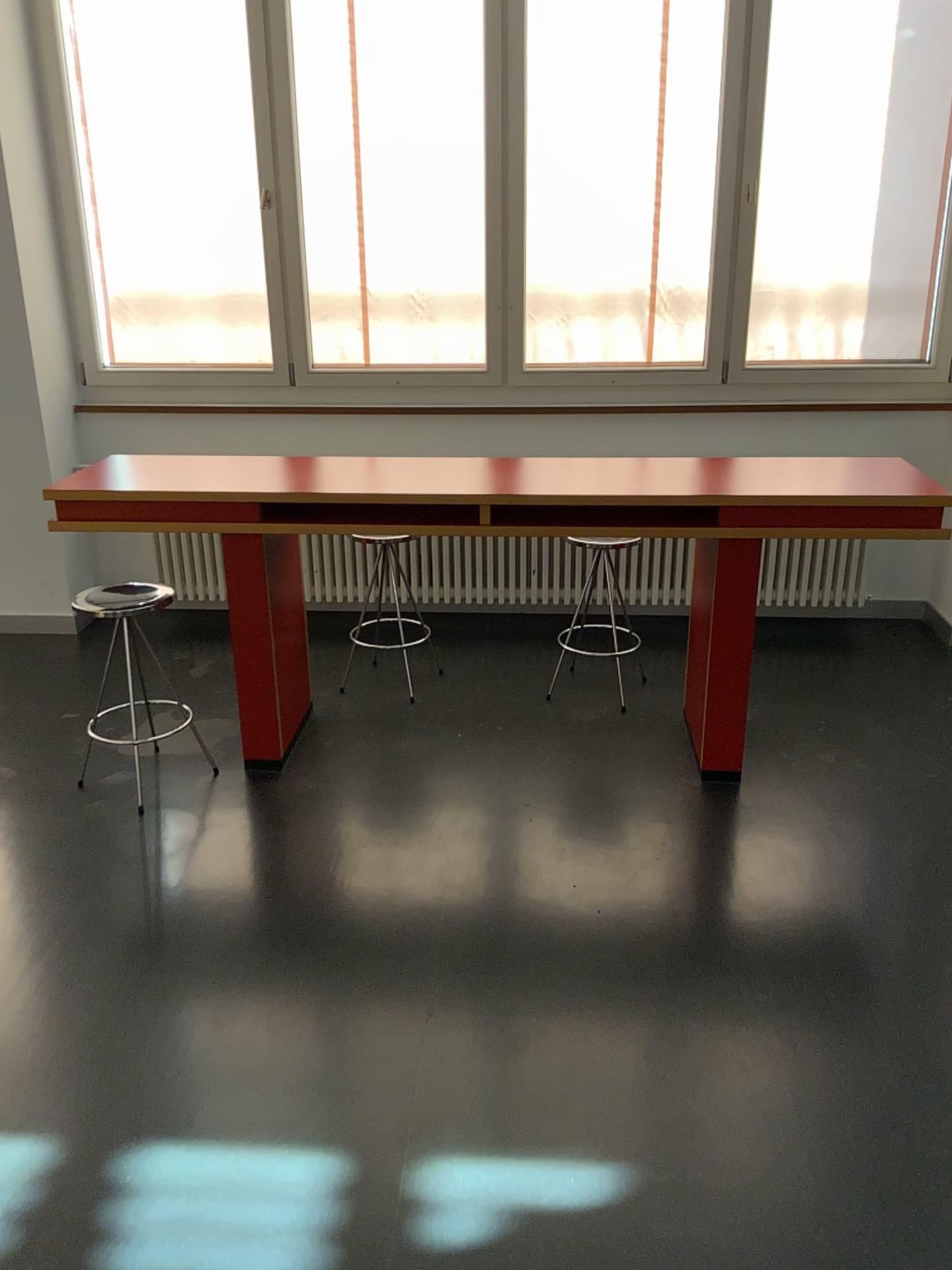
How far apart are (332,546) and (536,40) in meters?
2.1

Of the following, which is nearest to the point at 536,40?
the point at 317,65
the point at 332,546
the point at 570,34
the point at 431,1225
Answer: the point at 570,34

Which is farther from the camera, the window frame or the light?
the window frame

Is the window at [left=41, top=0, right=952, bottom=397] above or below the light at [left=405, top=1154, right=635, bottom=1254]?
above

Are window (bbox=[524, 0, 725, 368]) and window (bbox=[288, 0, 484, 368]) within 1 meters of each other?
yes

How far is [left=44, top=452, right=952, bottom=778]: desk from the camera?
2.9m

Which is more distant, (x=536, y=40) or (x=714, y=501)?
(x=536, y=40)

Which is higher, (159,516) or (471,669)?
(159,516)

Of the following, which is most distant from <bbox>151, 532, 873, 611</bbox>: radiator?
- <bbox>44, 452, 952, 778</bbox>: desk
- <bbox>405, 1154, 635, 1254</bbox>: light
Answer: <bbox>405, 1154, 635, 1254</bbox>: light

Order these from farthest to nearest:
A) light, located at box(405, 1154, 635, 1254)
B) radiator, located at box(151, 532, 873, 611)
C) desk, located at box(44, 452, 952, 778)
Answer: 1. radiator, located at box(151, 532, 873, 611)
2. desk, located at box(44, 452, 952, 778)
3. light, located at box(405, 1154, 635, 1254)
